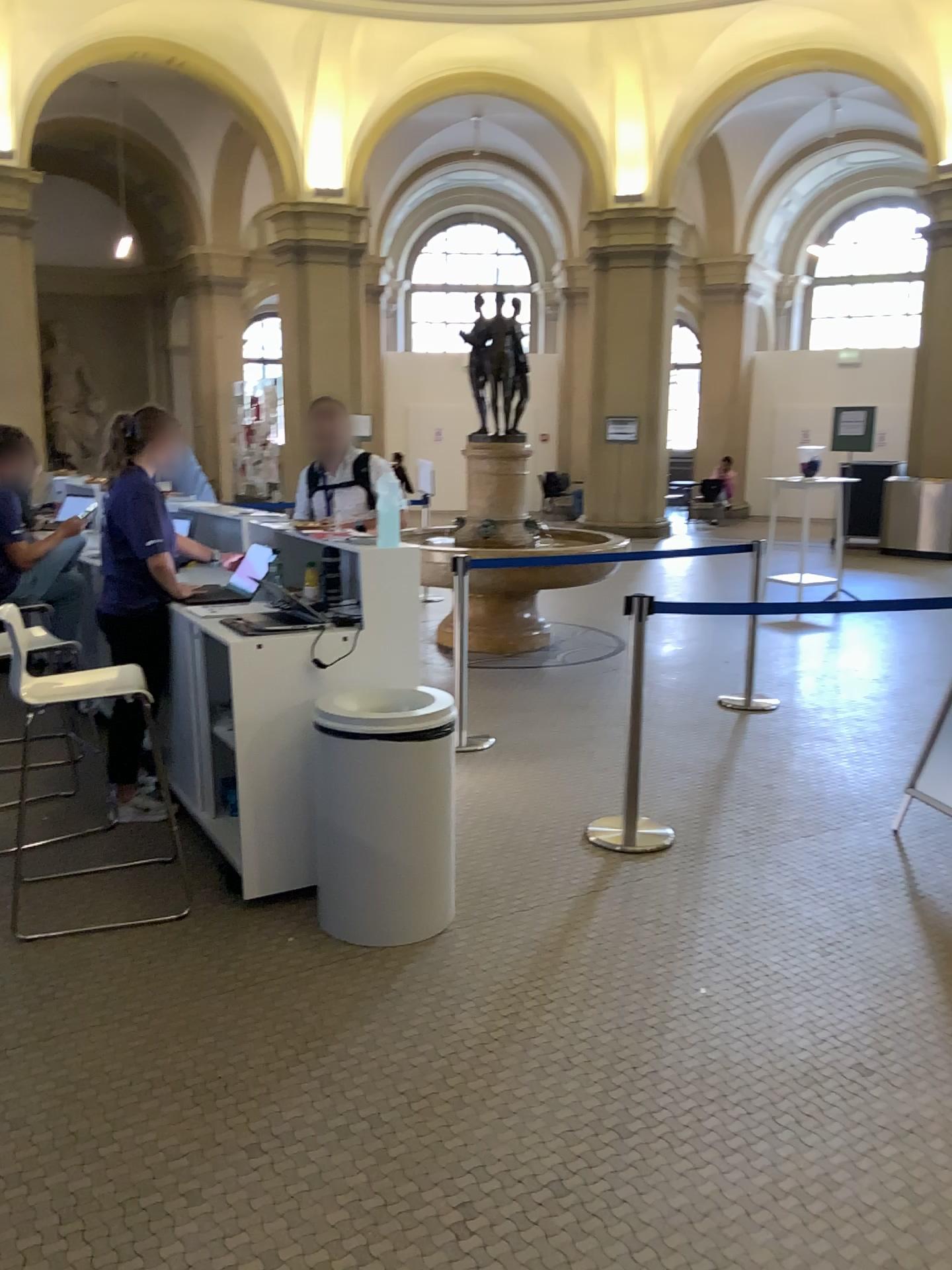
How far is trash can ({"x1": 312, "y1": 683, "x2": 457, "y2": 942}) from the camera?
3.2 meters

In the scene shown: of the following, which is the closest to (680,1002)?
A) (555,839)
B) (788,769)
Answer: (555,839)

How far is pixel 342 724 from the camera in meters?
3.2 m
